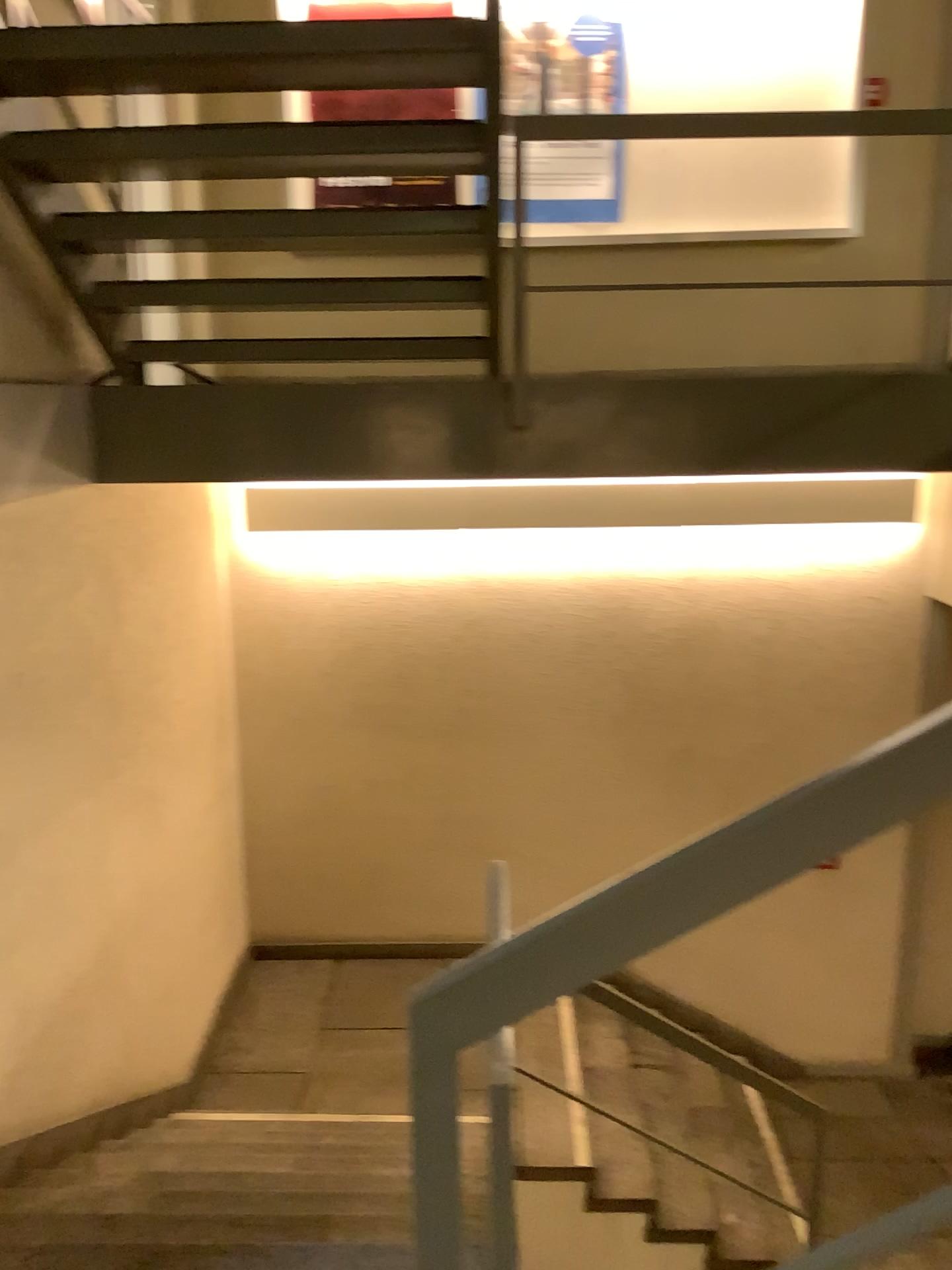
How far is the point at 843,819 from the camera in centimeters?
111cm

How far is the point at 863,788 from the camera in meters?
1.1

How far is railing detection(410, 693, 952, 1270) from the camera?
1.1 meters
